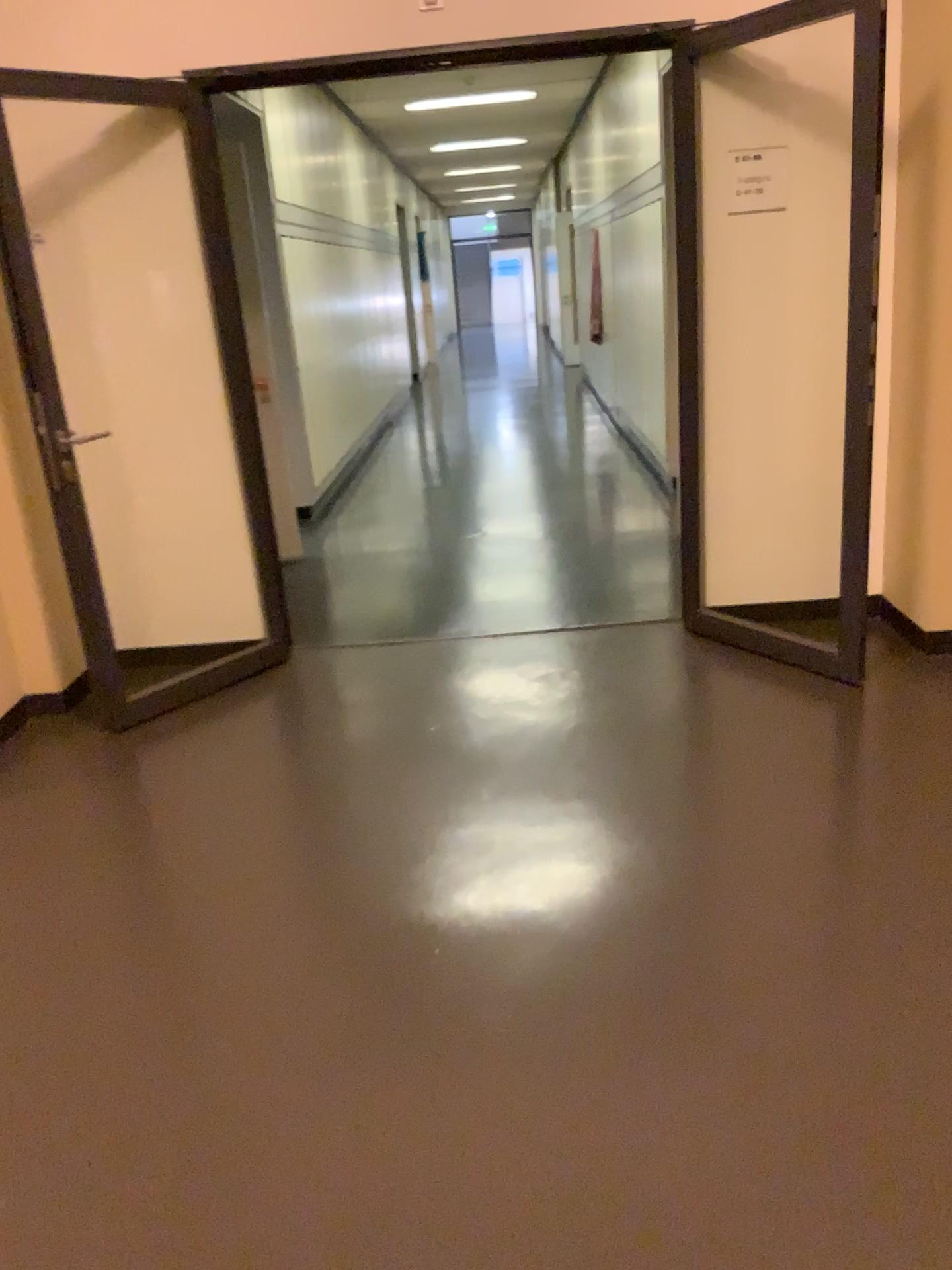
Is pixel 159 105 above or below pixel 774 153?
above

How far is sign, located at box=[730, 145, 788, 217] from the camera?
3.80m

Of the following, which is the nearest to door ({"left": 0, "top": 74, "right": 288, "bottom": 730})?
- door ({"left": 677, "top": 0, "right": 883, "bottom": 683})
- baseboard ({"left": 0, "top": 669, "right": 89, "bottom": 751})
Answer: baseboard ({"left": 0, "top": 669, "right": 89, "bottom": 751})

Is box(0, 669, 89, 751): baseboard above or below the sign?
below

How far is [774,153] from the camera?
3.8m

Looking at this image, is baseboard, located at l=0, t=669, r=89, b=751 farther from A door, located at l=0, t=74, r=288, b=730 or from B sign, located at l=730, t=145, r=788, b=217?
B sign, located at l=730, t=145, r=788, b=217

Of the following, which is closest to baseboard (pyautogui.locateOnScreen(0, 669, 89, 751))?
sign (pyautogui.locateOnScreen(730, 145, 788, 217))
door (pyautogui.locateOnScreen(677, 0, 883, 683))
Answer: door (pyautogui.locateOnScreen(677, 0, 883, 683))

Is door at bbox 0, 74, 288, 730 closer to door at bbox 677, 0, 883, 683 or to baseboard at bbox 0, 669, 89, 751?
baseboard at bbox 0, 669, 89, 751

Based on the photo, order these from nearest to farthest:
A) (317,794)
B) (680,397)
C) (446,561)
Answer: (317,794), (680,397), (446,561)

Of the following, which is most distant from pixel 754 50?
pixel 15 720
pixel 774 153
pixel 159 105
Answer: pixel 15 720
